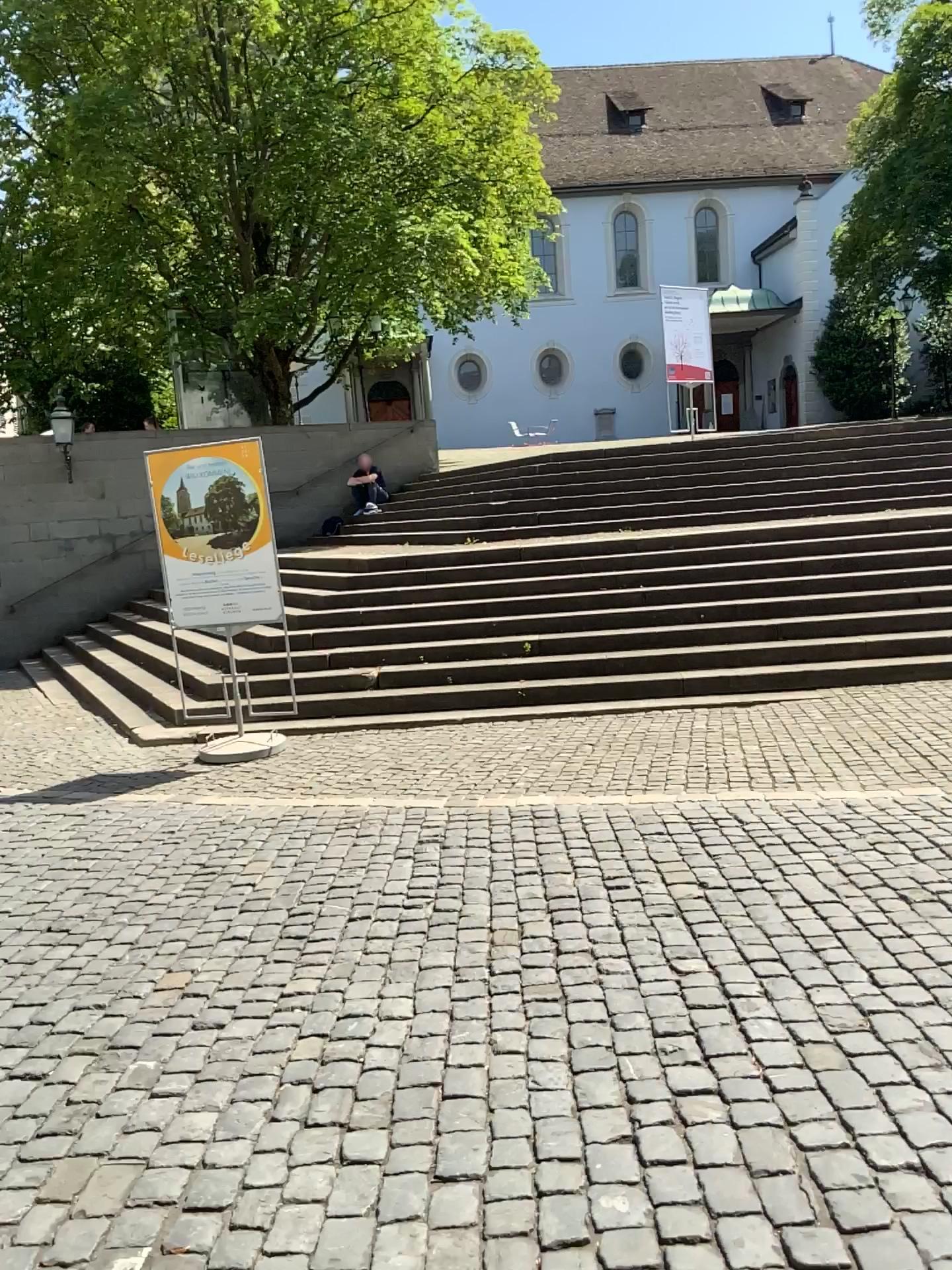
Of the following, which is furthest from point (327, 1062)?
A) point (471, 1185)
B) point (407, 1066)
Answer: point (471, 1185)
